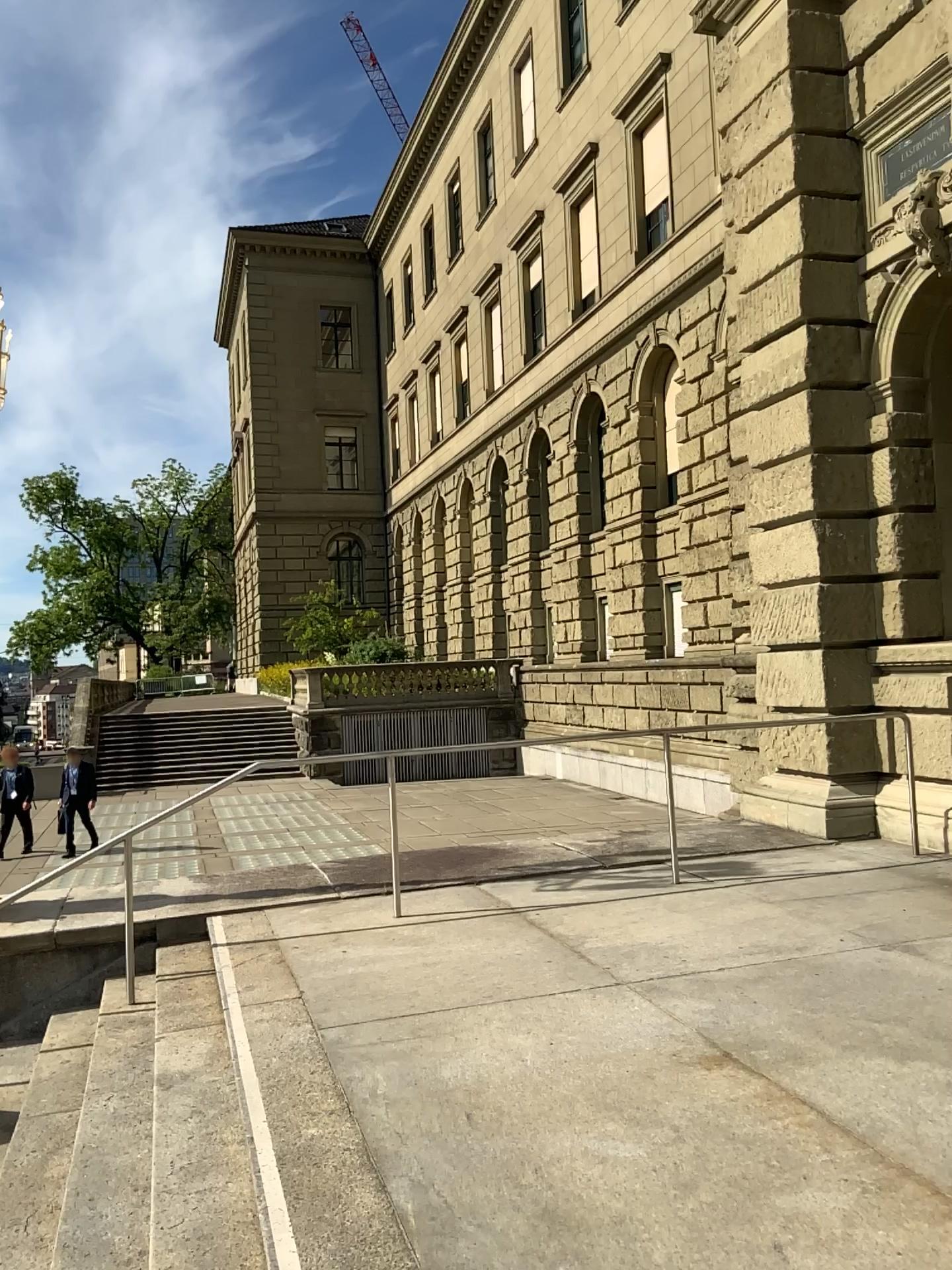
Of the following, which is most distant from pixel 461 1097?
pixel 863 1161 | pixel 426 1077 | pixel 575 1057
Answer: pixel 863 1161
